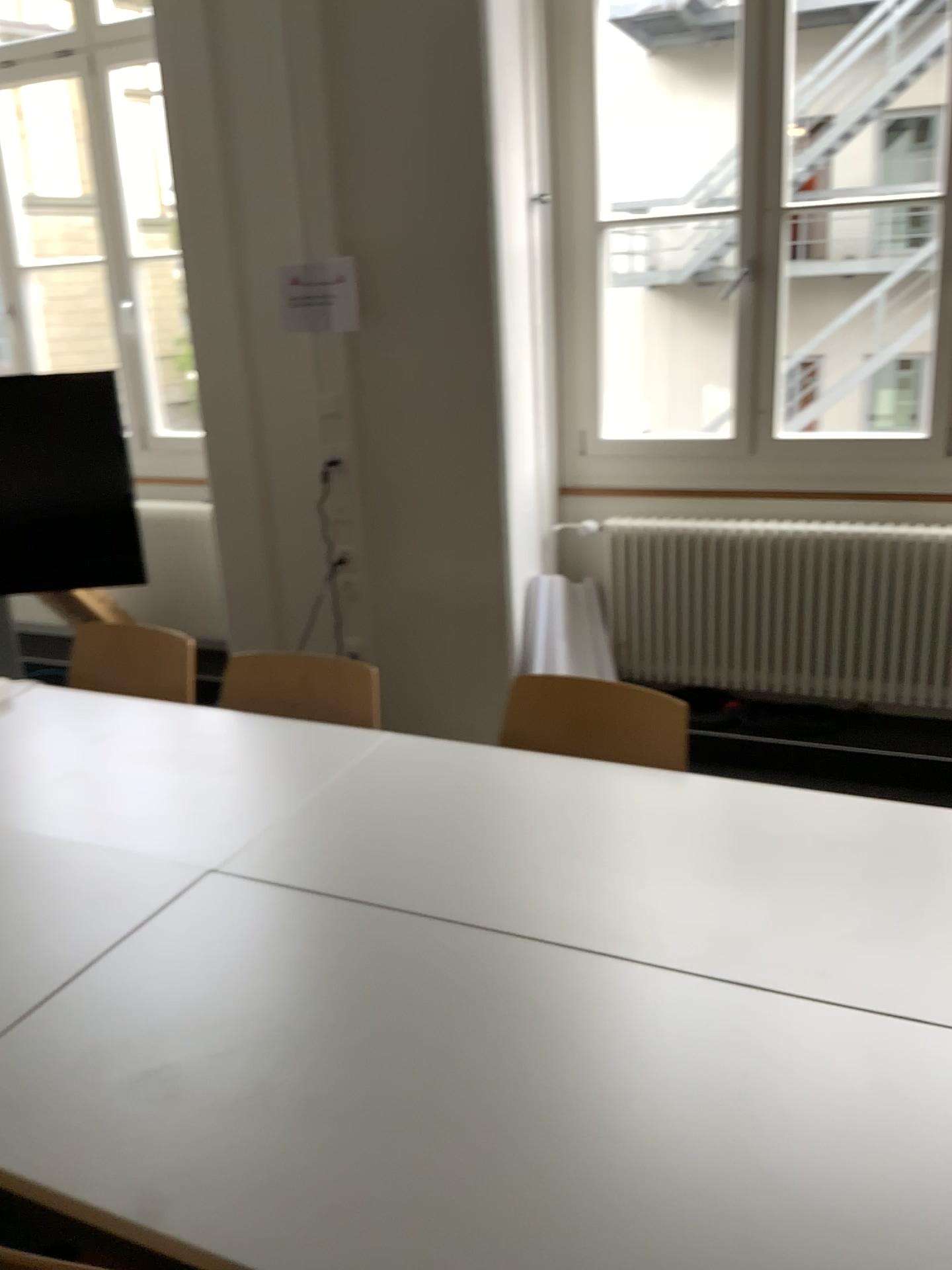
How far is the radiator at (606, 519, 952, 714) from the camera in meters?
3.5 m

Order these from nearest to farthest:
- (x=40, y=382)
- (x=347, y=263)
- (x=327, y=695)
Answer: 1. (x=327, y=695)
2. (x=347, y=263)
3. (x=40, y=382)

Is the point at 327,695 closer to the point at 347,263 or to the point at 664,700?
the point at 664,700

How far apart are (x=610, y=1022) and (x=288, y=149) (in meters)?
3.00

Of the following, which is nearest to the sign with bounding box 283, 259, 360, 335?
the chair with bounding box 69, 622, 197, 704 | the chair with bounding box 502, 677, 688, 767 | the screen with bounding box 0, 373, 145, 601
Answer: the screen with bounding box 0, 373, 145, 601

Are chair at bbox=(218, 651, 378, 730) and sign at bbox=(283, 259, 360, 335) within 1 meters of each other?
no

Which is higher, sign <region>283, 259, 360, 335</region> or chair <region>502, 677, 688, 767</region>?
sign <region>283, 259, 360, 335</region>

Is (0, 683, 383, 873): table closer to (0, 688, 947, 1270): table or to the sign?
(0, 688, 947, 1270): table

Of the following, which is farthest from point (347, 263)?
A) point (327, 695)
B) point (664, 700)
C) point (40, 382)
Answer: point (664, 700)

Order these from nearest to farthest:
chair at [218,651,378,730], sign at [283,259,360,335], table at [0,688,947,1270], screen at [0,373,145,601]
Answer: table at [0,688,947,1270], chair at [218,651,378,730], sign at [283,259,360,335], screen at [0,373,145,601]
